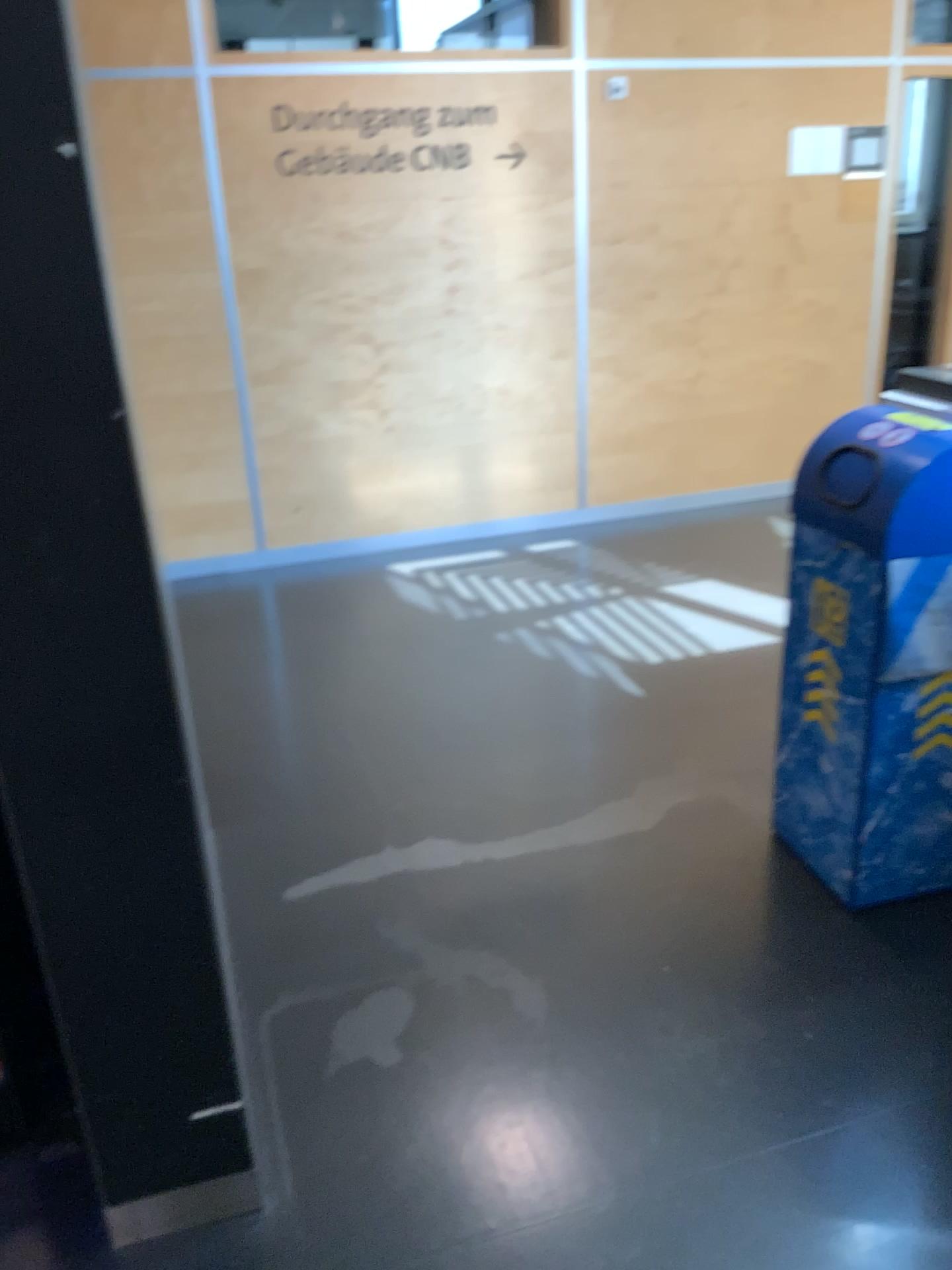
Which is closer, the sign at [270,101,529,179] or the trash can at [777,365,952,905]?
the trash can at [777,365,952,905]

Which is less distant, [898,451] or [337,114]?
[898,451]

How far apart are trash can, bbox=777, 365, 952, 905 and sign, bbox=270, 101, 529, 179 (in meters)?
2.92

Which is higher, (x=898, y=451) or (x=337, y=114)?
(x=337, y=114)

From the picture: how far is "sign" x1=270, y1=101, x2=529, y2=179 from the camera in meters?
4.5

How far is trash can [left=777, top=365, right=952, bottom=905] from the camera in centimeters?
218cm

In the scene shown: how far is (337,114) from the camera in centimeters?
447cm

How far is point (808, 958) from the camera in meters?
2.3

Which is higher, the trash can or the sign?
the sign
